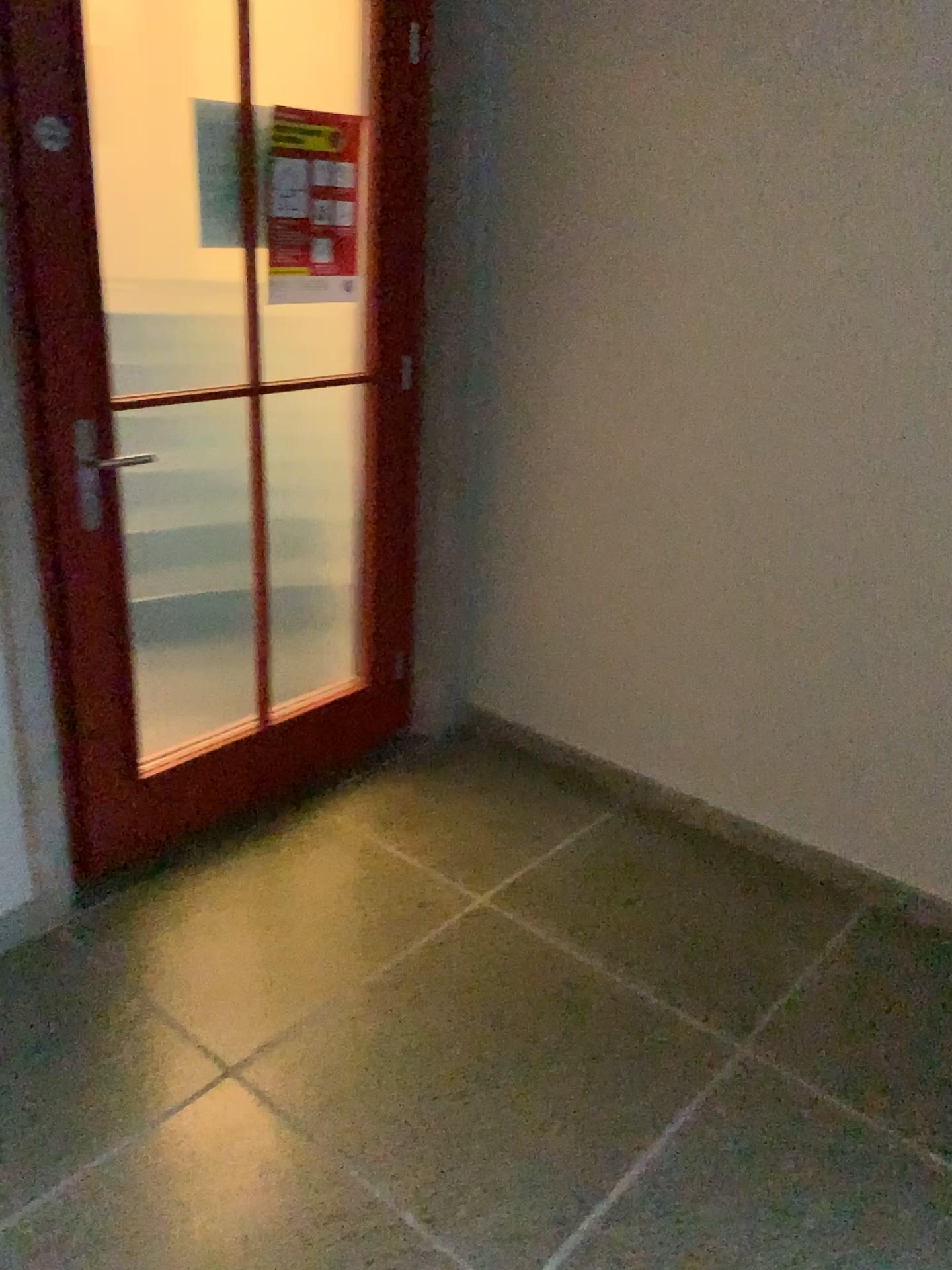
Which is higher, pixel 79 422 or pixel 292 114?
pixel 292 114

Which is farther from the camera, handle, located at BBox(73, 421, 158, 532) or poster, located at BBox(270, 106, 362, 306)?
poster, located at BBox(270, 106, 362, 306)

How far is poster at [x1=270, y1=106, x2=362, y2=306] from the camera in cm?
242

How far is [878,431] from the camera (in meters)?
2.28

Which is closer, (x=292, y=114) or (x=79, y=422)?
(x=79, y=422)

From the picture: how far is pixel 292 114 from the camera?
2.4m

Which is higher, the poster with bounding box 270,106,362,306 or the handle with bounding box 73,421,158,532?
the poster with bounding box 270,106,362,306
